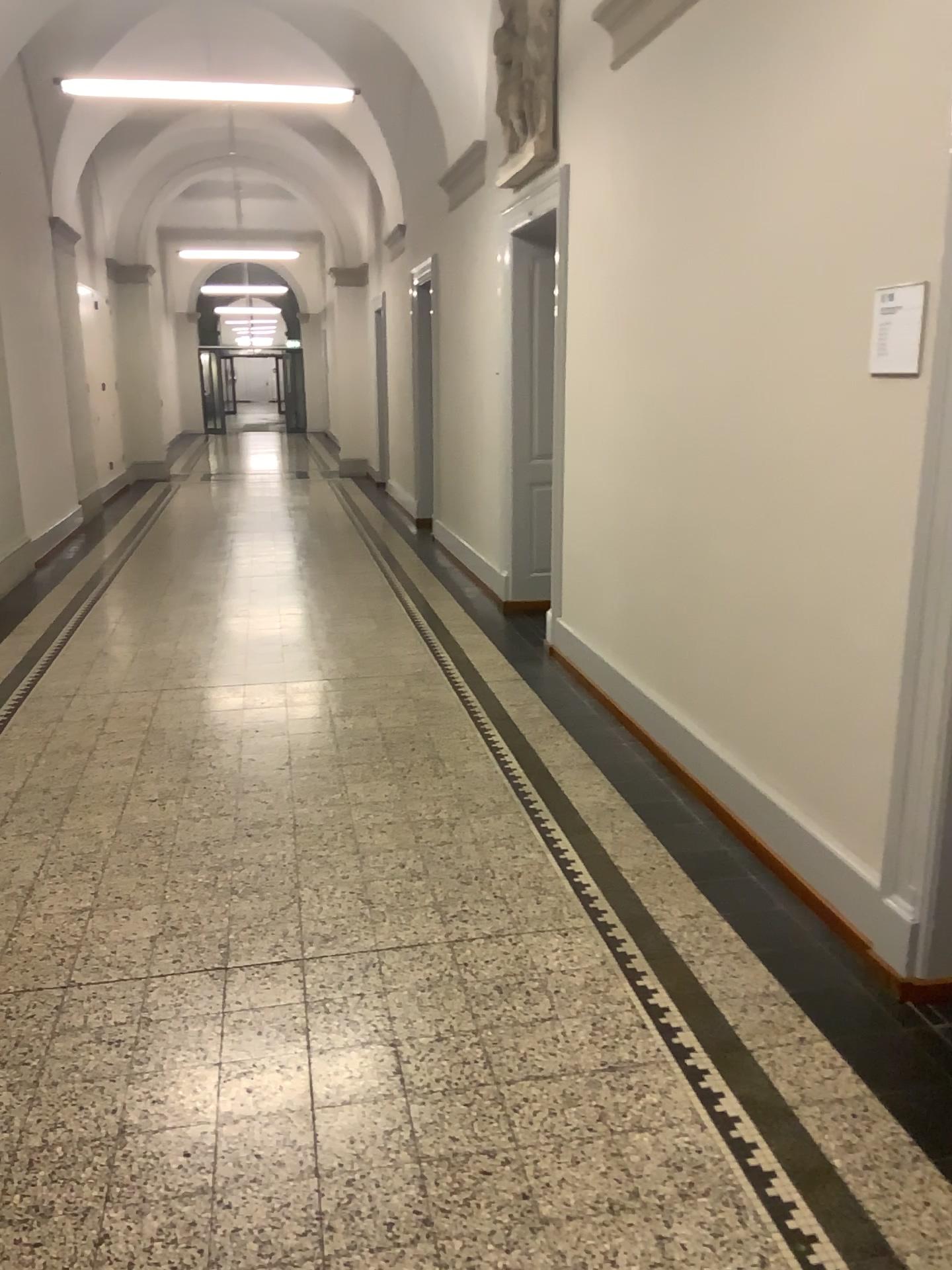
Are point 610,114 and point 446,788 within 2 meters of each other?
no

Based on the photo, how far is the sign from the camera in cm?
252

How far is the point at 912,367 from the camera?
2.52m
